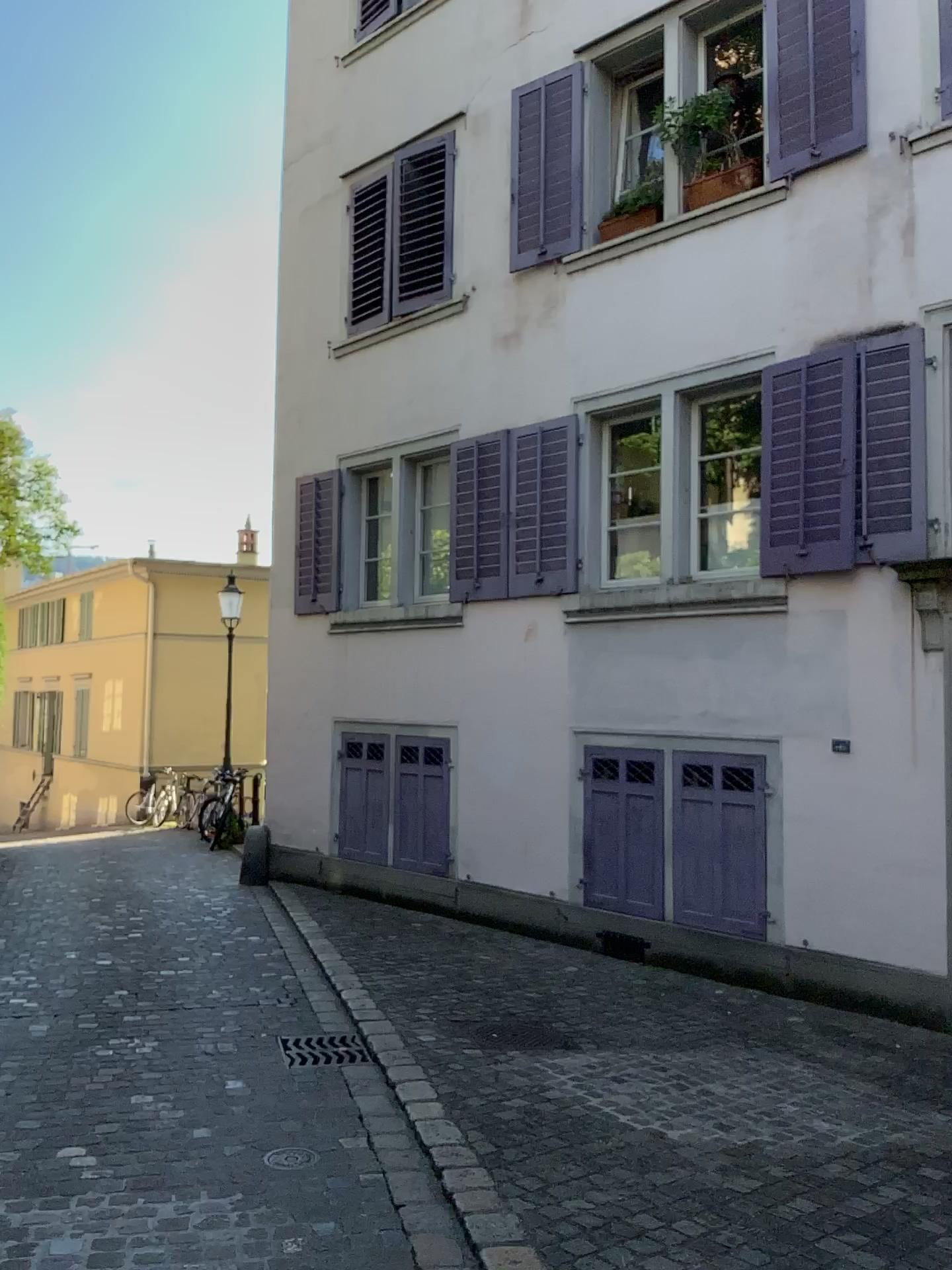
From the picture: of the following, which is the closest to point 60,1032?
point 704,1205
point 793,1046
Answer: point 704,1205
